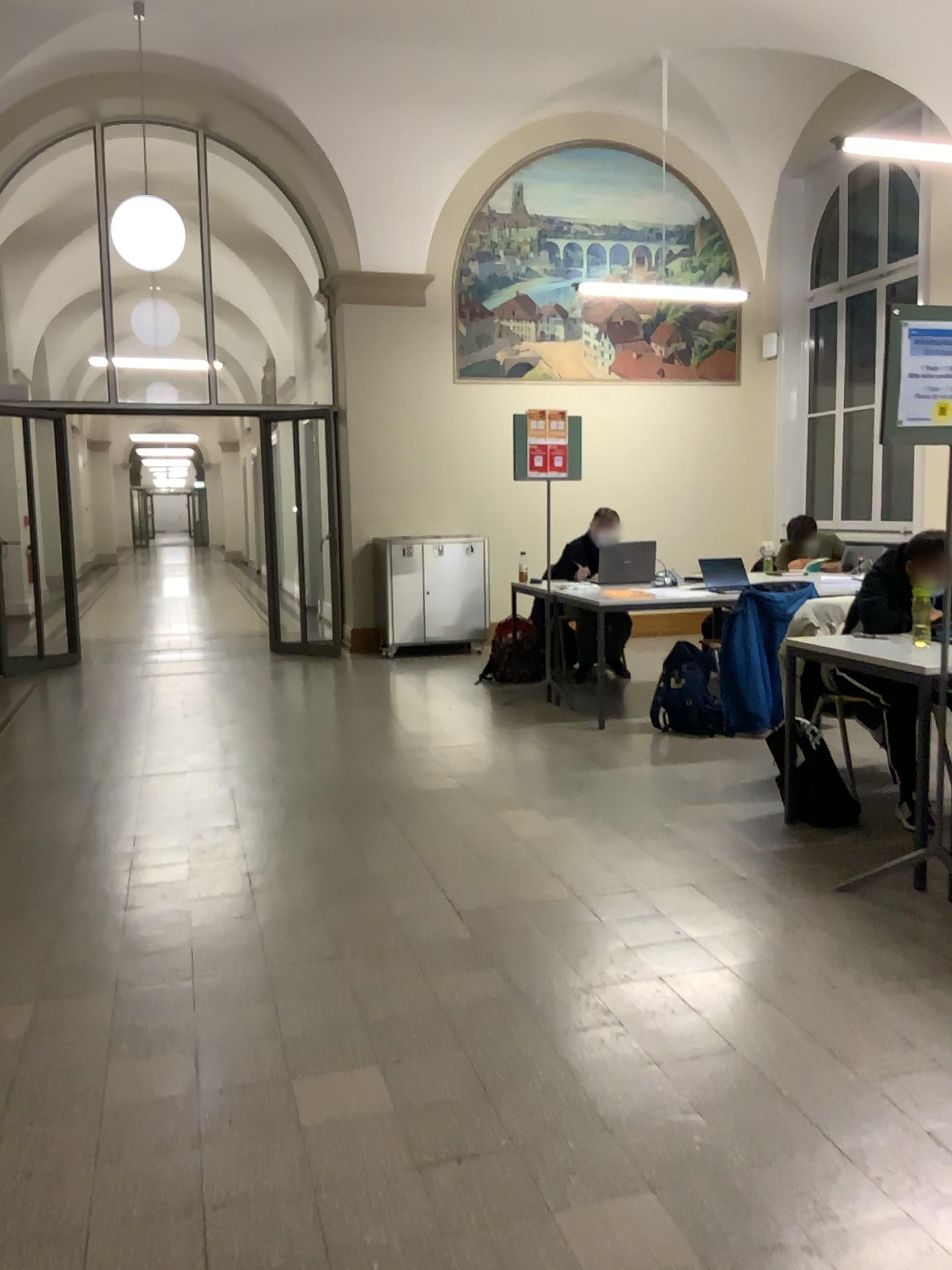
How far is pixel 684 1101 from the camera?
2.2 meters

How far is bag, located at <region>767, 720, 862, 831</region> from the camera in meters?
4.0 m

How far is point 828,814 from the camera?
4.0 meters
